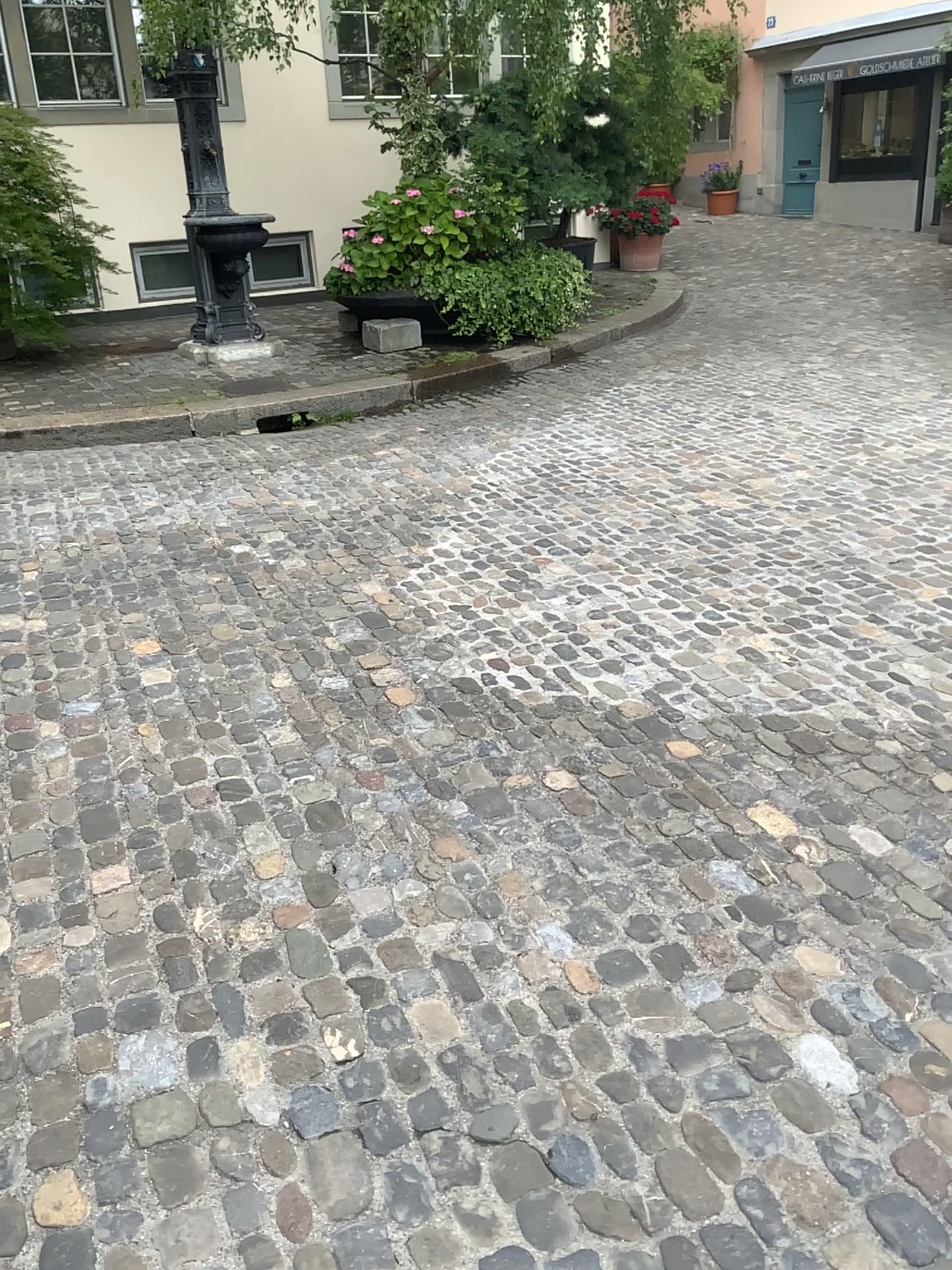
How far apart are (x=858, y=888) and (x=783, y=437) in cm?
385
